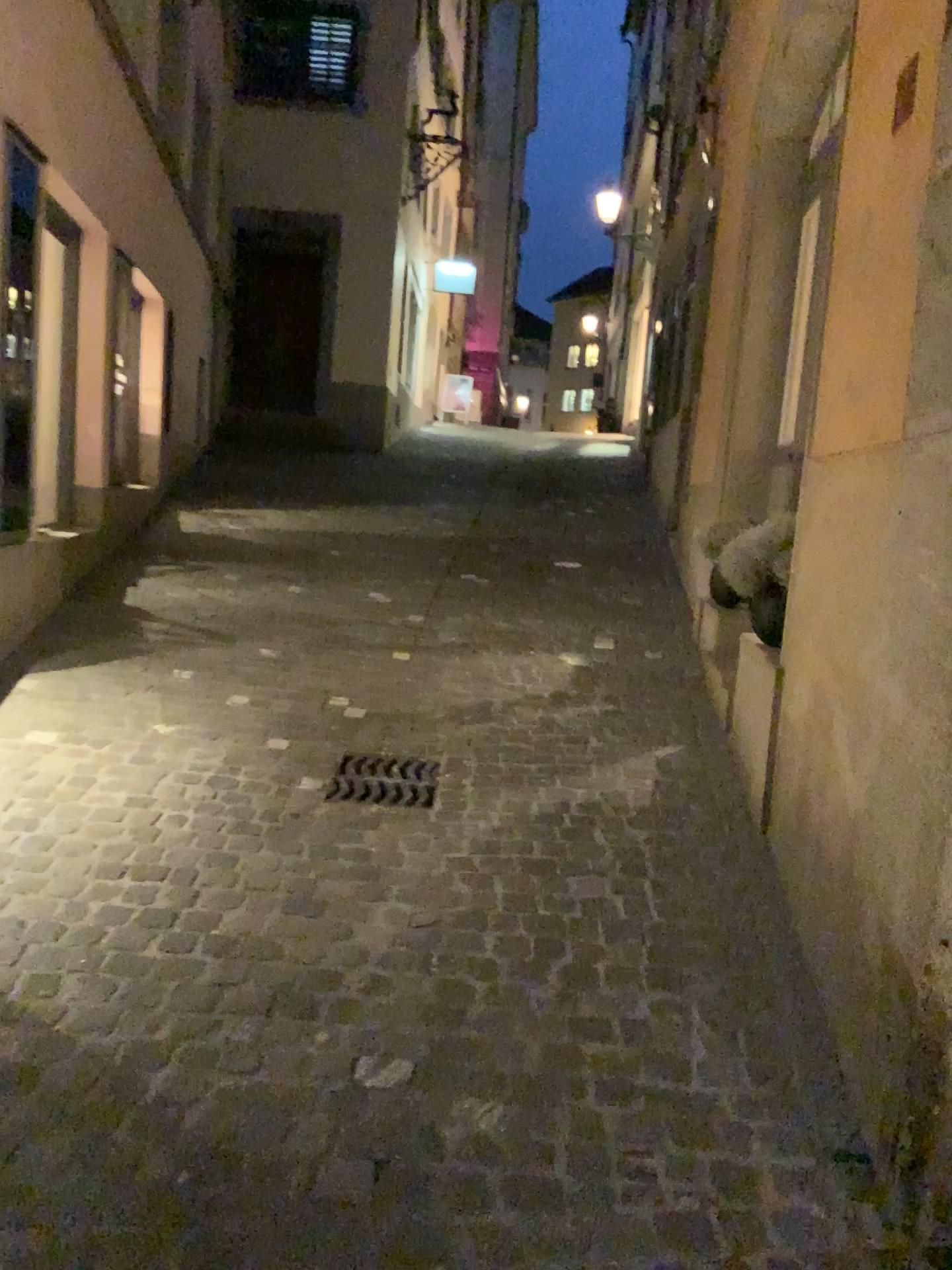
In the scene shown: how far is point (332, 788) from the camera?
3.56m

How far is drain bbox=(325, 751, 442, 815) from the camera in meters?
3.6 m

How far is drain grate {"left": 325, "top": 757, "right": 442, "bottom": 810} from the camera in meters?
3.6 m

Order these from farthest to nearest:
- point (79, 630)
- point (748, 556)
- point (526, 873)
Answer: point (79, 630), point (748, 556), point (526, 873)

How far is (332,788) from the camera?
3.6m
